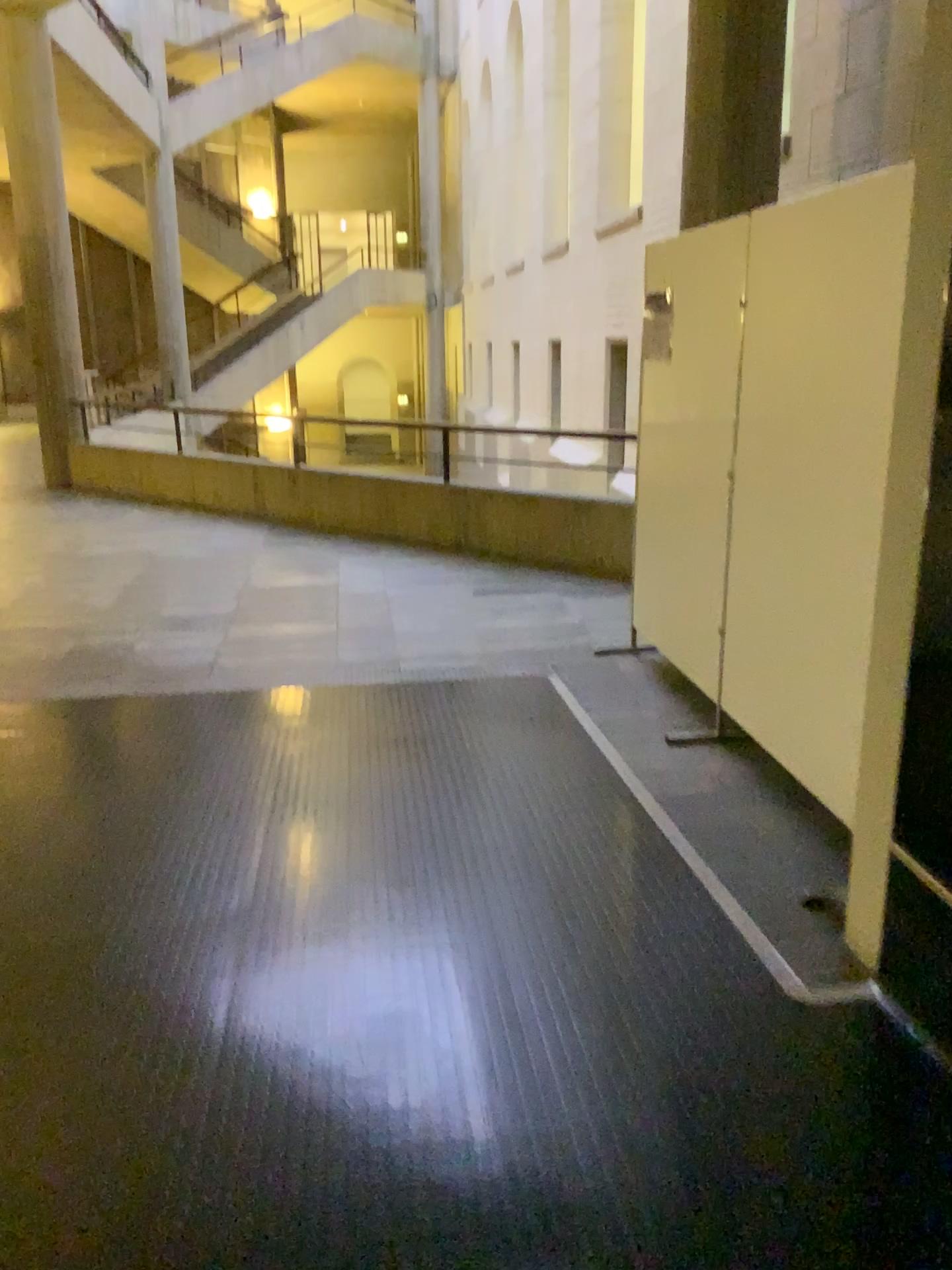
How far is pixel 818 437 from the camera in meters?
3.2
